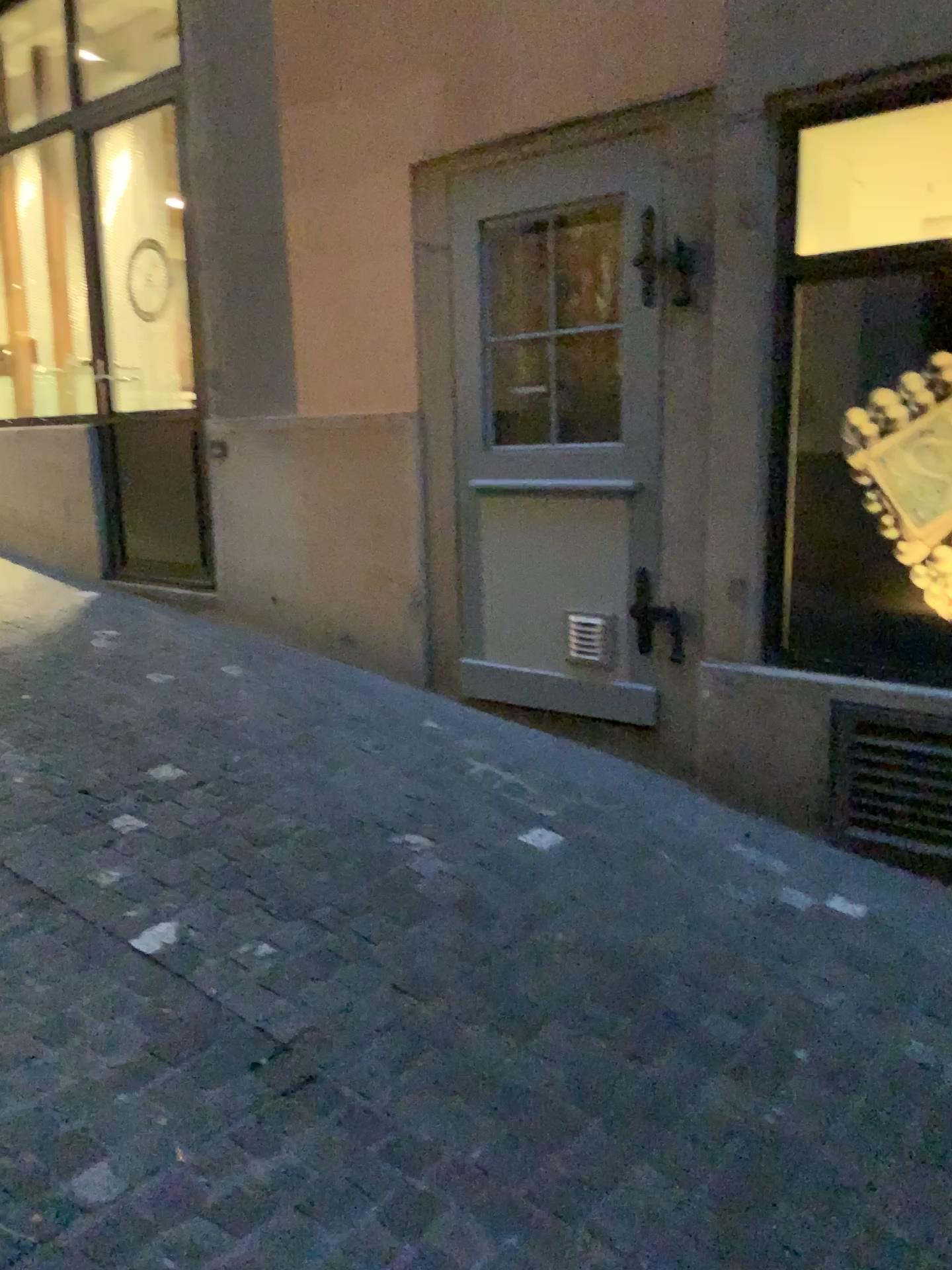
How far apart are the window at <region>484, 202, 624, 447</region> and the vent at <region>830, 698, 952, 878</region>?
1.2m

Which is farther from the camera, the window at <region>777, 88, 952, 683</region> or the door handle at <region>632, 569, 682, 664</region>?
the door handle at <region>632, 569, 682, 664</region>

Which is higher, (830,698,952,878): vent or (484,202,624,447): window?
(484,202,624,447): window

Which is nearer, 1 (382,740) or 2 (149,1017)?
2 (149,1017)

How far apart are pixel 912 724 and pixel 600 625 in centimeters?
109cm

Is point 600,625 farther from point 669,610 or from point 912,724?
point 912,724

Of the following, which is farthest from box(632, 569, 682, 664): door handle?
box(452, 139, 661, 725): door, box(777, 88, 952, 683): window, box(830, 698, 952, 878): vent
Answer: box(830, 698, 952, 878): vent

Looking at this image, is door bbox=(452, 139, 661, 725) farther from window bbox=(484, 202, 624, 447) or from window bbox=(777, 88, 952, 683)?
window bbox=(777, 88, 952, 683)

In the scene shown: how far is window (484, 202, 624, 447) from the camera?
3.52m

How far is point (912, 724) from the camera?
3.0 meters
